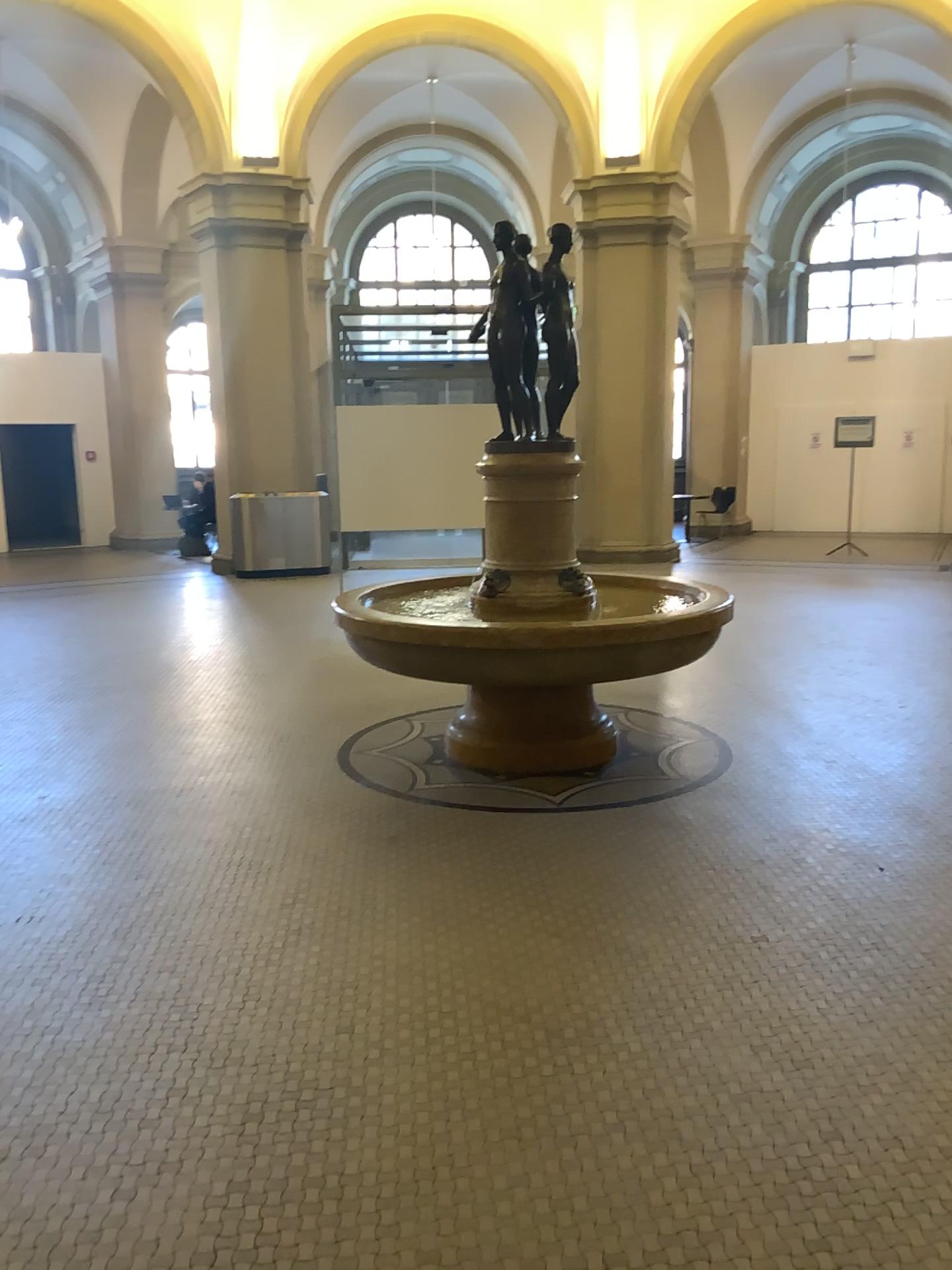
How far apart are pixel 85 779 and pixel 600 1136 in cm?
327
